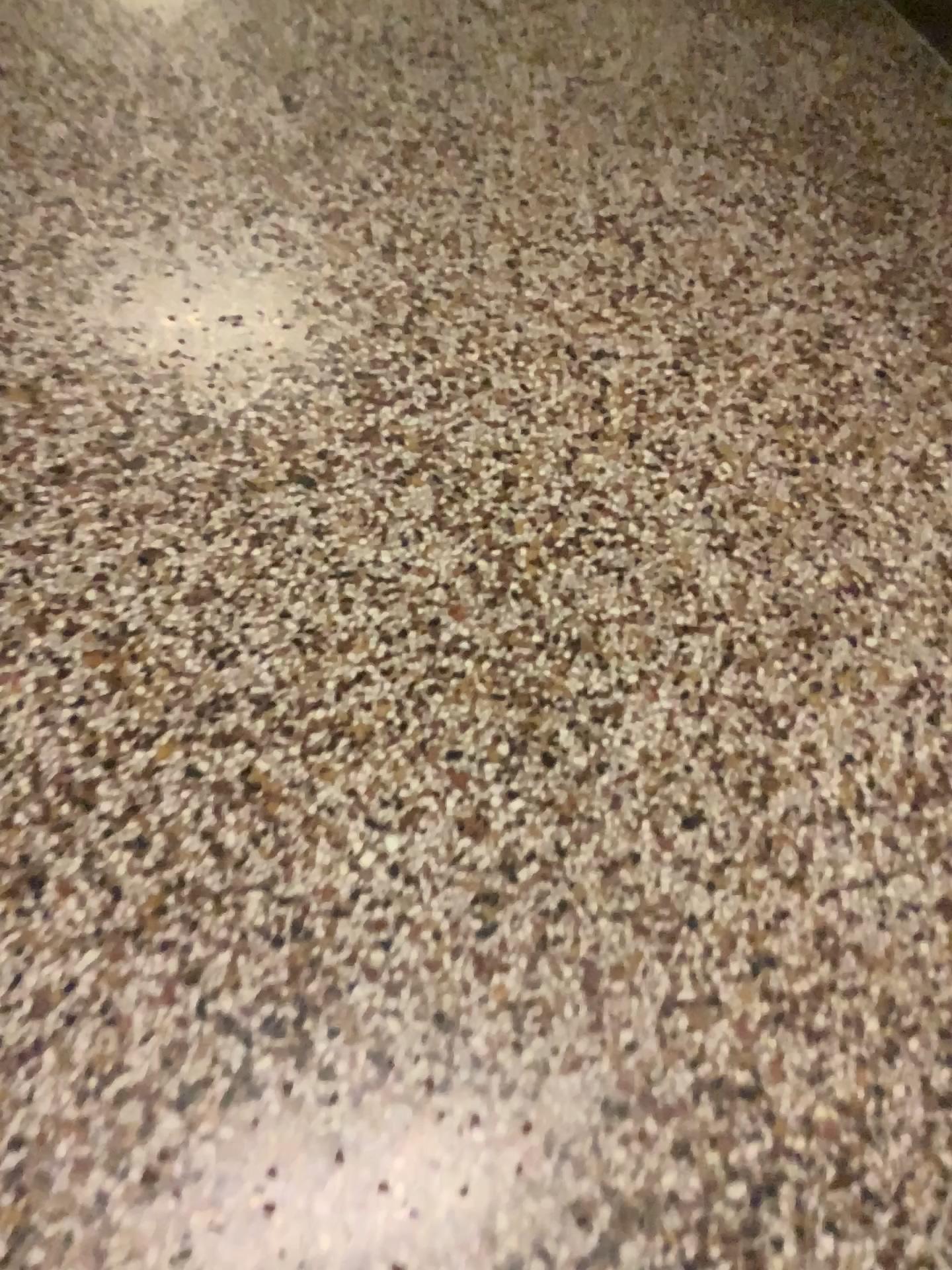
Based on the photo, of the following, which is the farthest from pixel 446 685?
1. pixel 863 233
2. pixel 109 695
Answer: pixel 863 233
